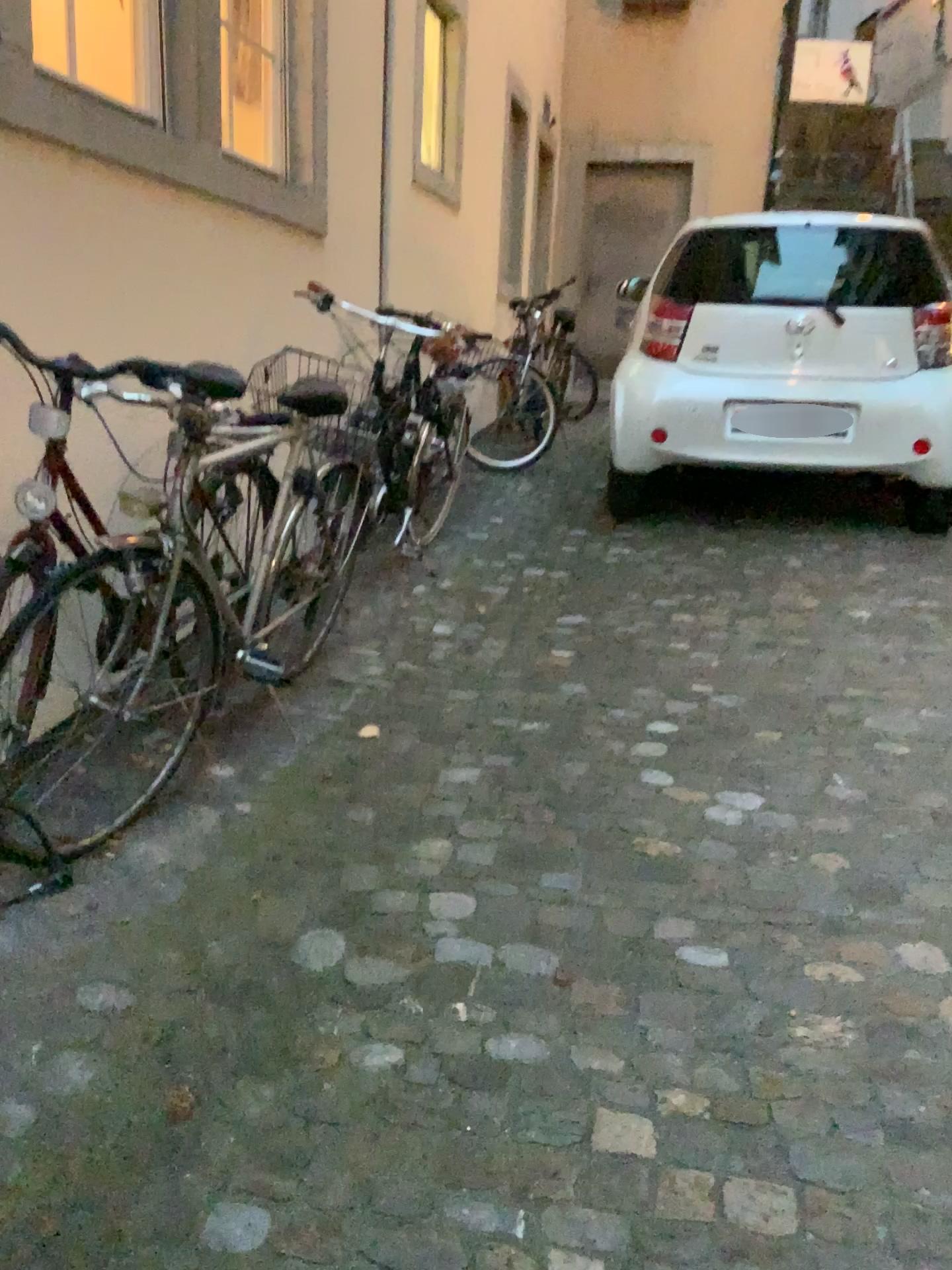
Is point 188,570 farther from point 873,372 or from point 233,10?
point 873,372

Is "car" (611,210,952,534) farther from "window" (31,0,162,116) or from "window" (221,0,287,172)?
"window" (31,0,162,116)

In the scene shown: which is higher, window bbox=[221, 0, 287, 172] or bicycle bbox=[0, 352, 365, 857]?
window bbox=[221, 0, 287, 172]

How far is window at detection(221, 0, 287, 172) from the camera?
3.77m

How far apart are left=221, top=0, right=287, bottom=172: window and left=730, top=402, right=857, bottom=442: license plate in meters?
2.2

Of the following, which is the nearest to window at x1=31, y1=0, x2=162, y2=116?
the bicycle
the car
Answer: the bicycle

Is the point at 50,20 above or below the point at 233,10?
below

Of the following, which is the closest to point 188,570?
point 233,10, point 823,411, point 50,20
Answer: point 50,20

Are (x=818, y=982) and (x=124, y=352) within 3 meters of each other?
yes

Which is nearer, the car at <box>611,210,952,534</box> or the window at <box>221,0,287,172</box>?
the window at <box>221,0,287,172</box>
